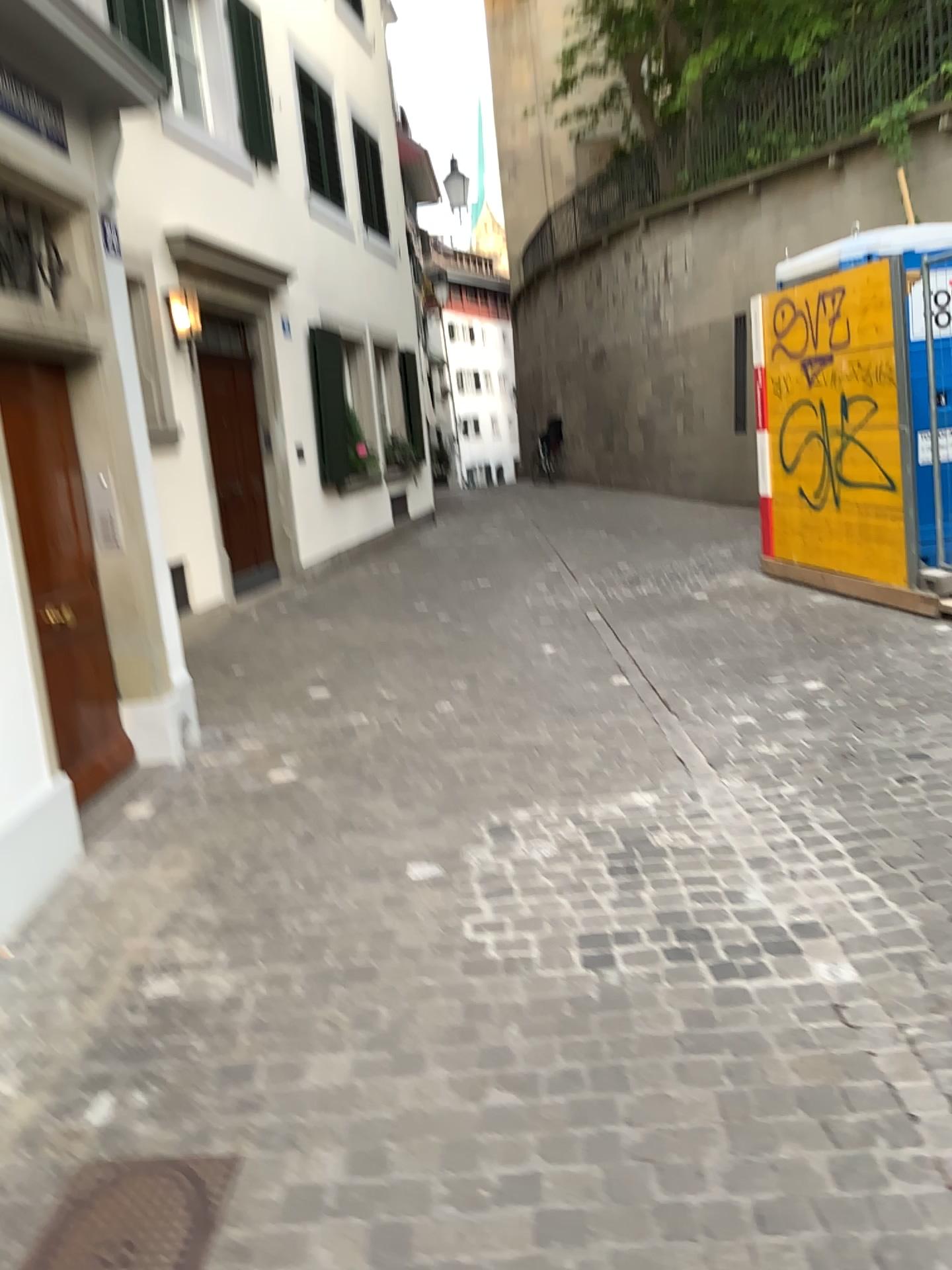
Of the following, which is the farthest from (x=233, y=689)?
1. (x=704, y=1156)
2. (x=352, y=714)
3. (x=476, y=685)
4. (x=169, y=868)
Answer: (x=704, y=1156)
